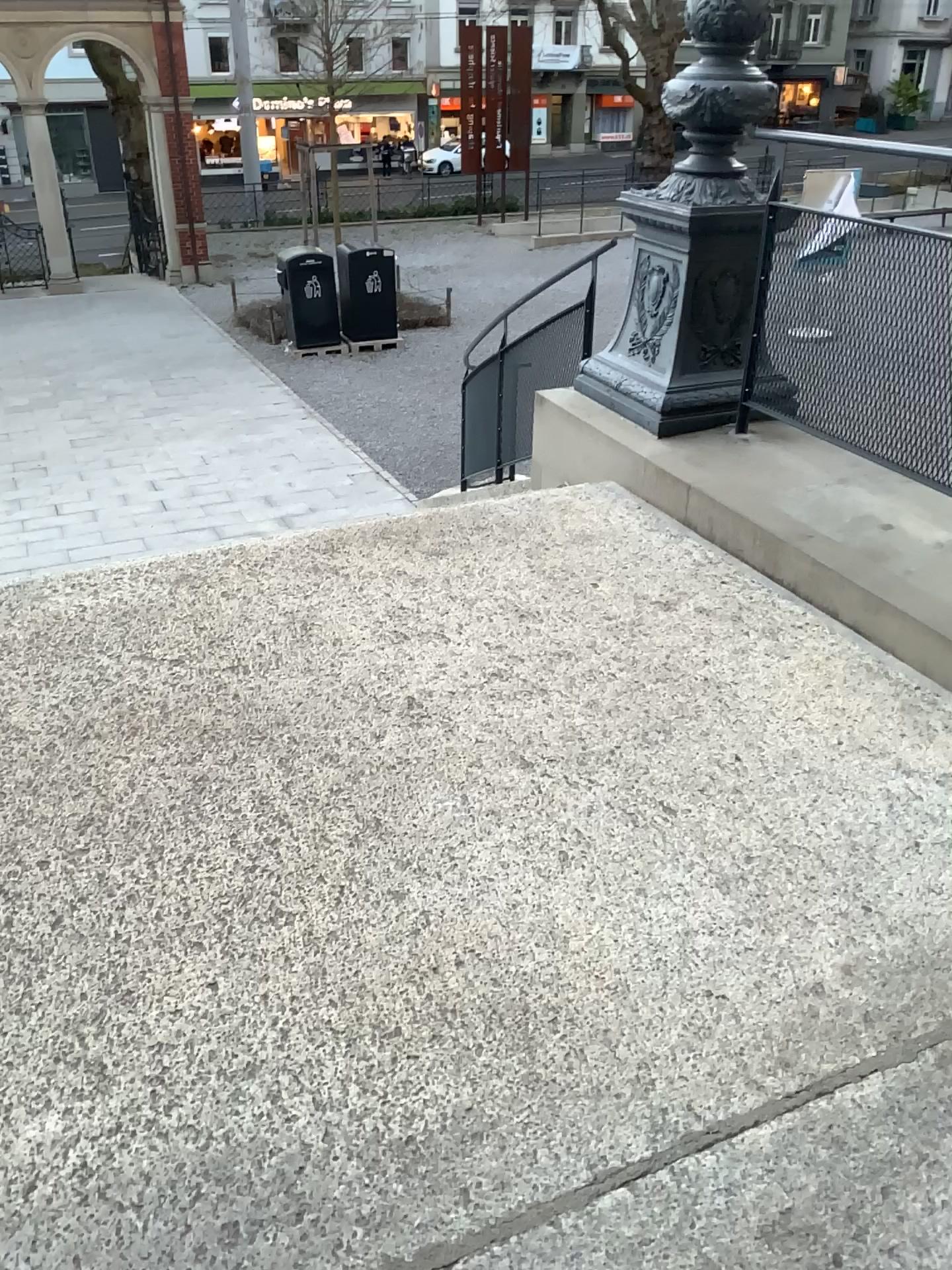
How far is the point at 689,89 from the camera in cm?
363

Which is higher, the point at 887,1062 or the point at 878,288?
the point at 878,288

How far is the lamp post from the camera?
3.6m
